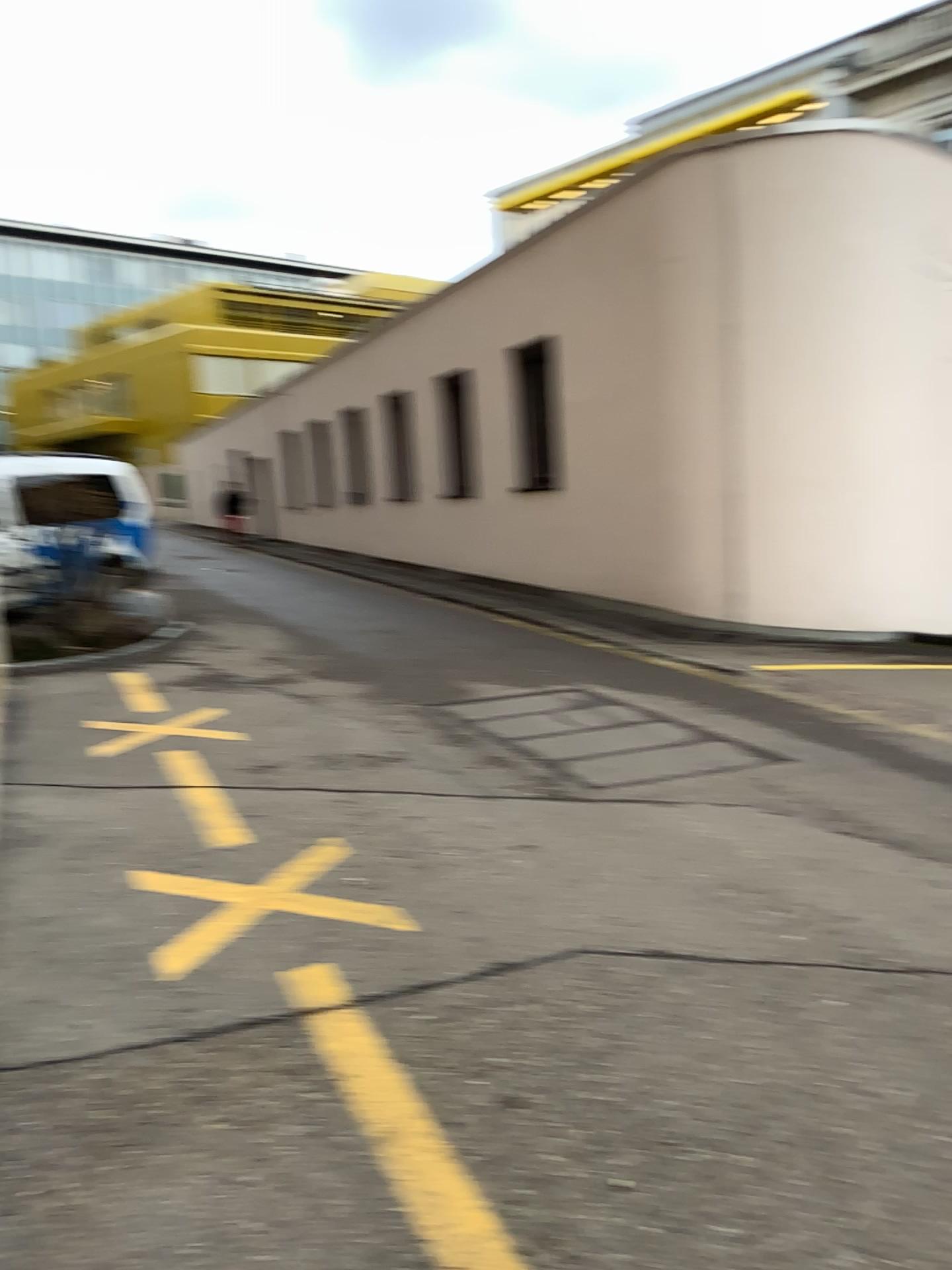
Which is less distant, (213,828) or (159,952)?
(159,952)

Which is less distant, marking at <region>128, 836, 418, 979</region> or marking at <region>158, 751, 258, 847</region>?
marking at <region>128, 836, 418, 979</region>

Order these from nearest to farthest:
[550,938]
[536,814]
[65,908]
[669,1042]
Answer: [669,1042] < [550,938] < [65,908] < [536,814]
